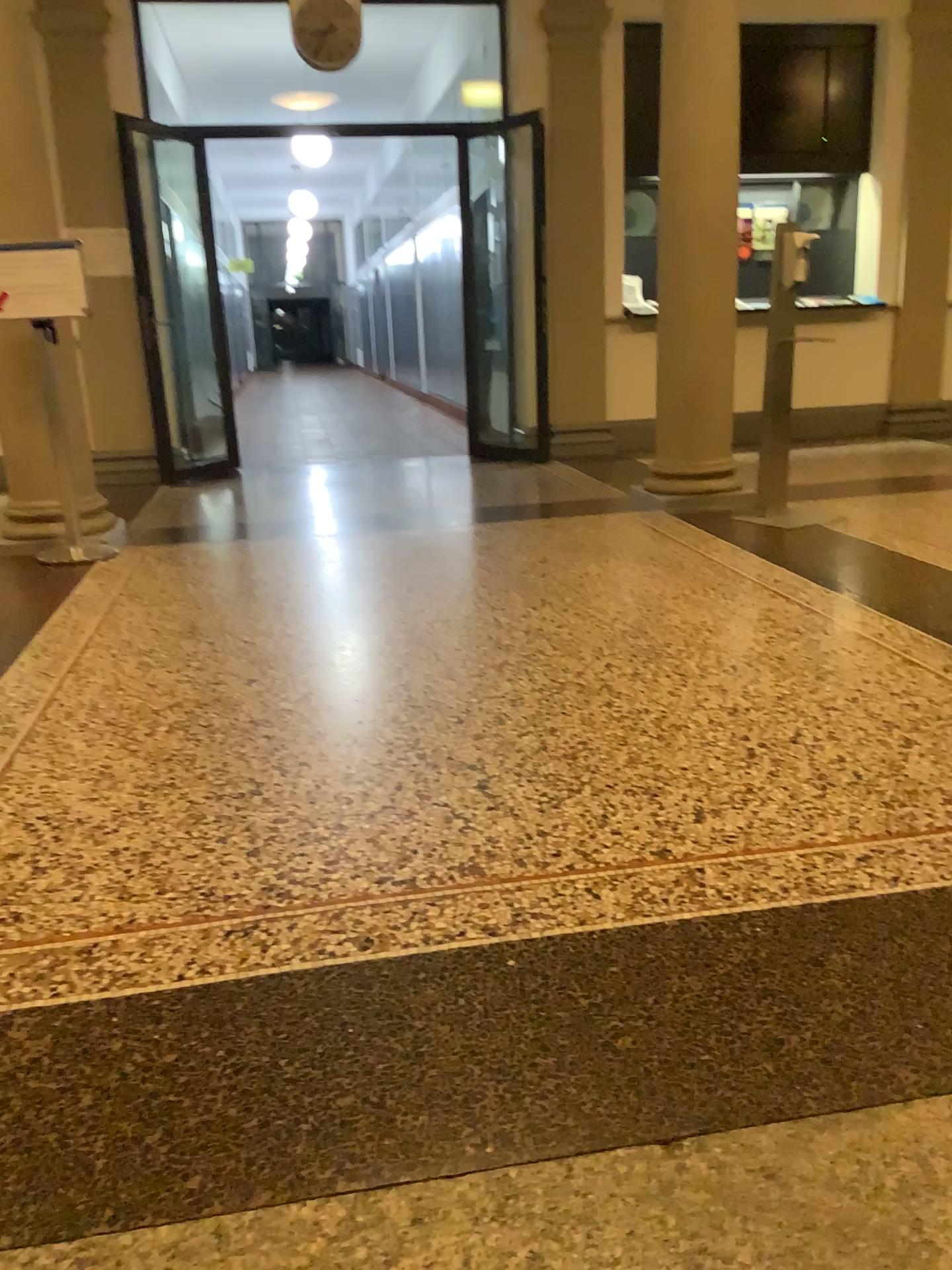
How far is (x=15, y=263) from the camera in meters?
4.4 m

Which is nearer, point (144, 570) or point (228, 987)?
point (228, 987)

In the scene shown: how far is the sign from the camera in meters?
4.4
